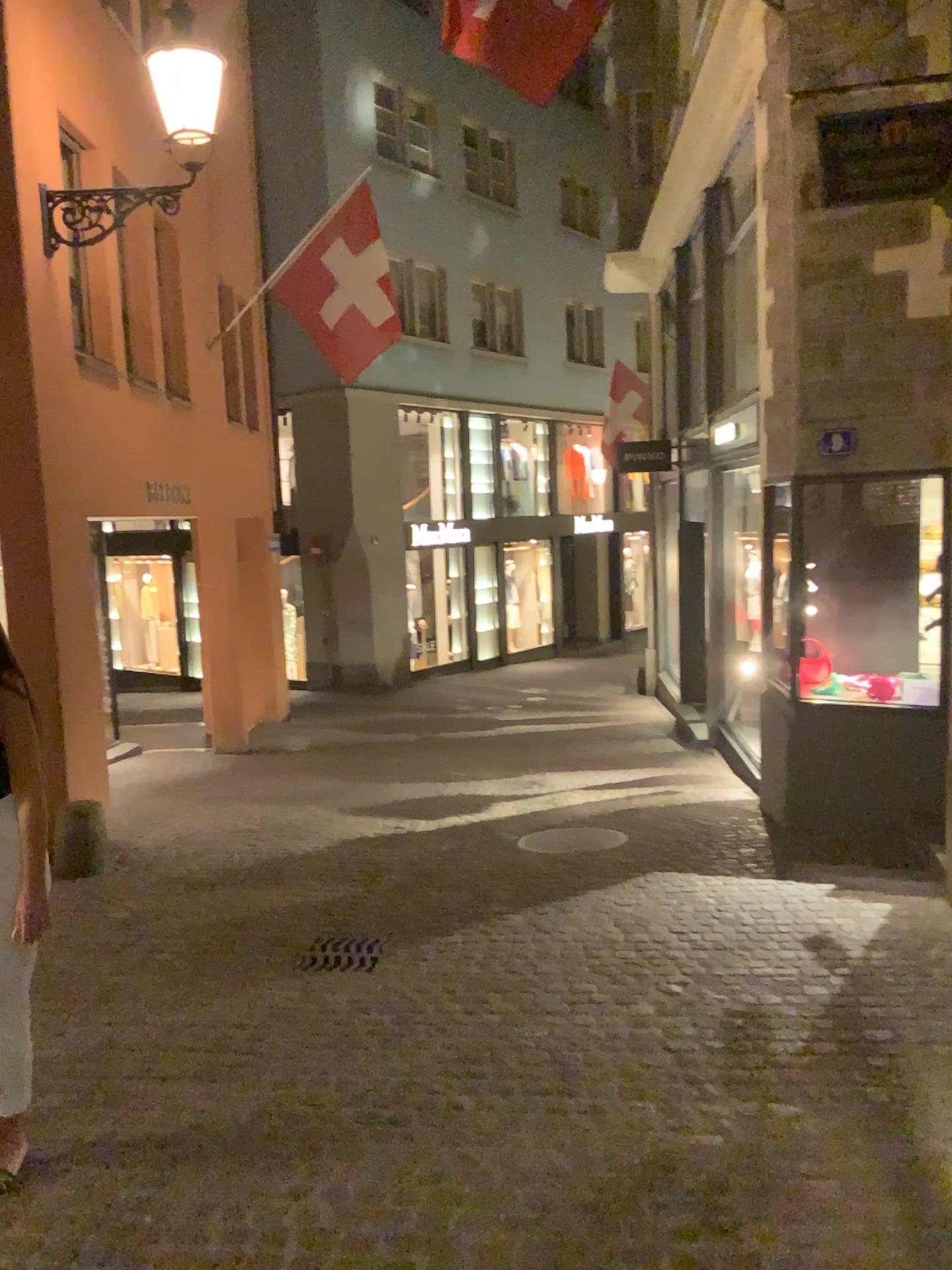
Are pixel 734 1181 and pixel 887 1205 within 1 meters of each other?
yes
